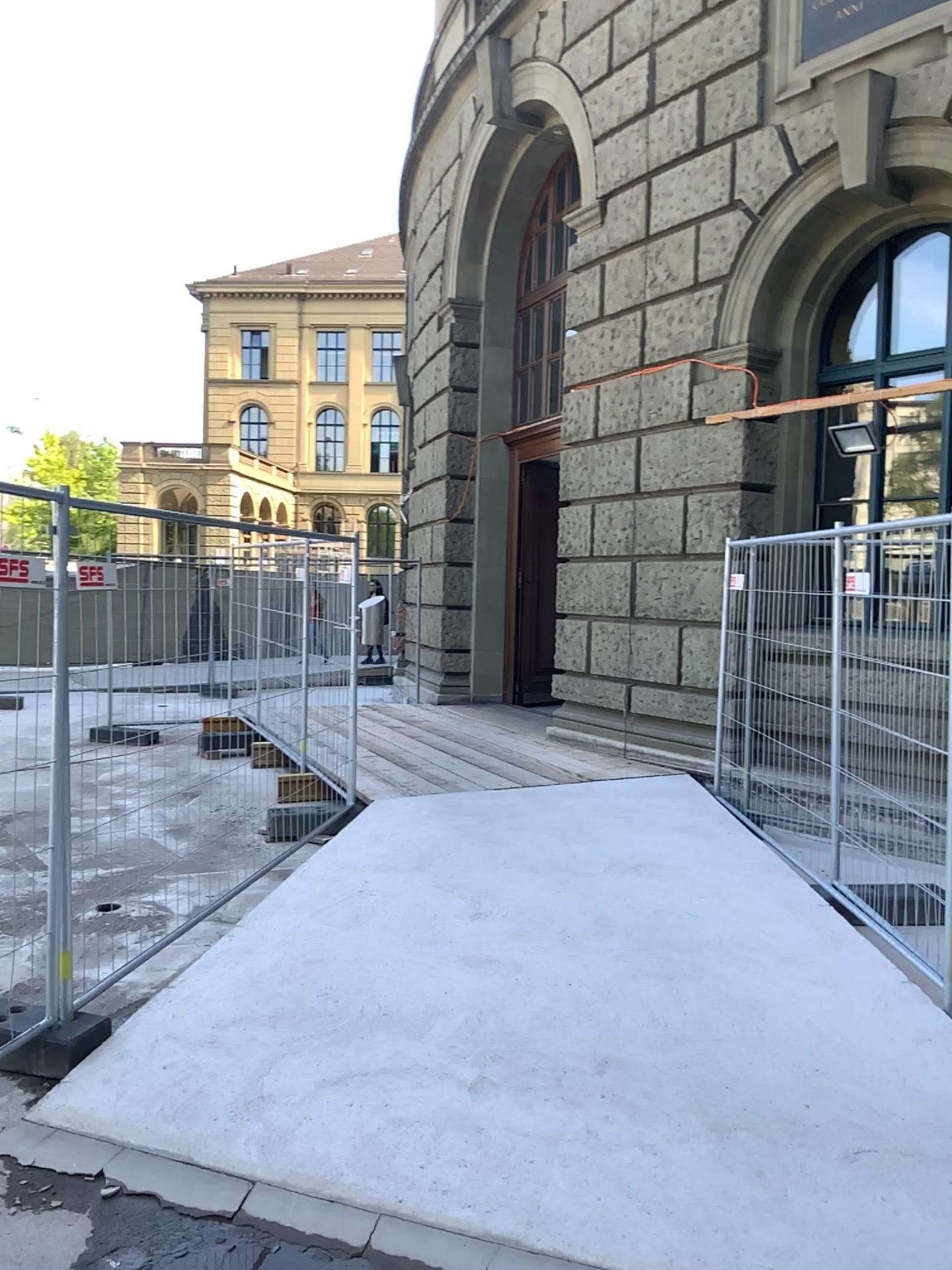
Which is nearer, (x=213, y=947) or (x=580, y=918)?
(x=213, y=947)
